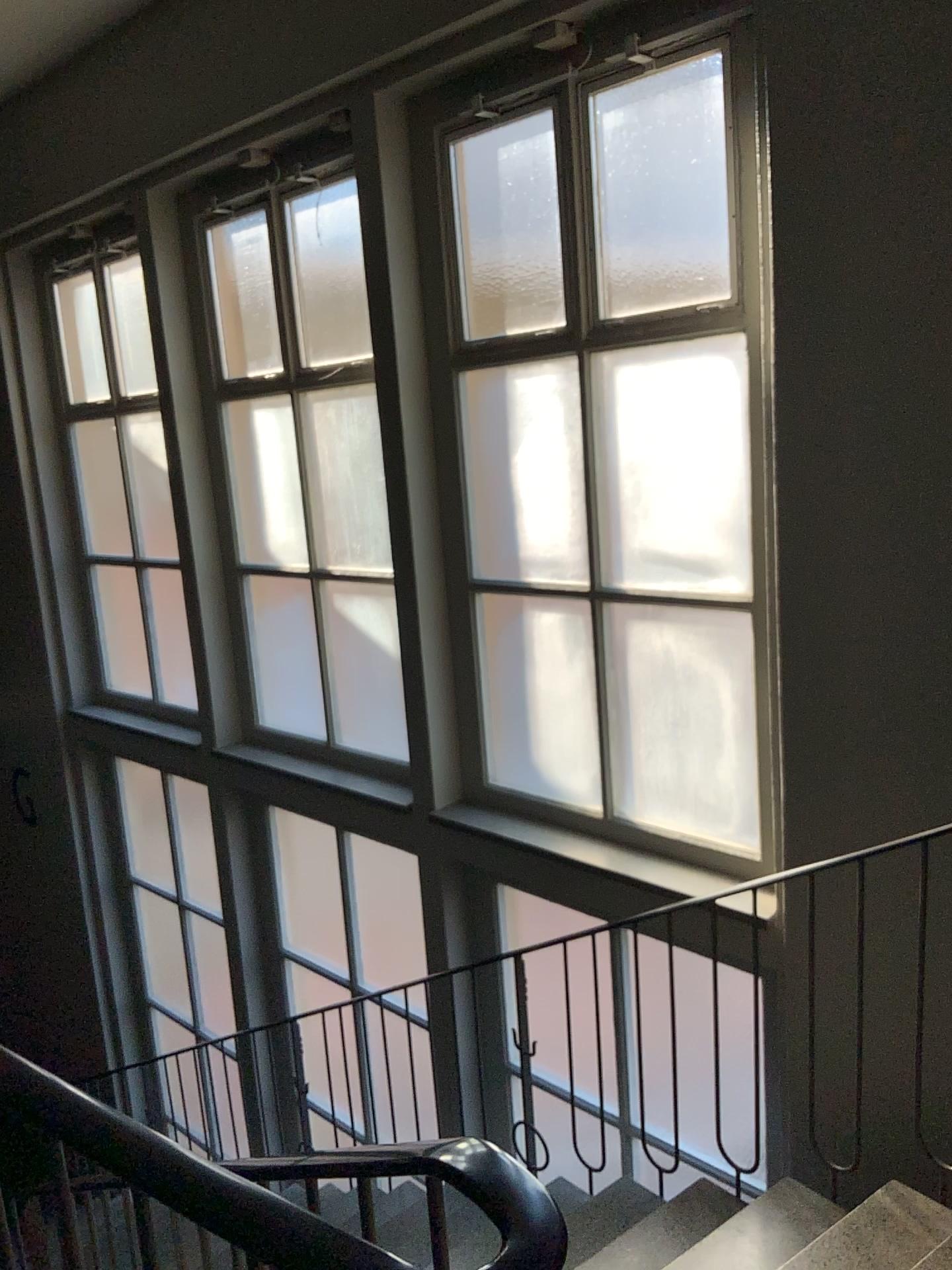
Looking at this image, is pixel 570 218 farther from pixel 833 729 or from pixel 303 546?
pixel 303 546

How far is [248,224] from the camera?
4.73m

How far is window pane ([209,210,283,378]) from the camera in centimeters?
473cm
